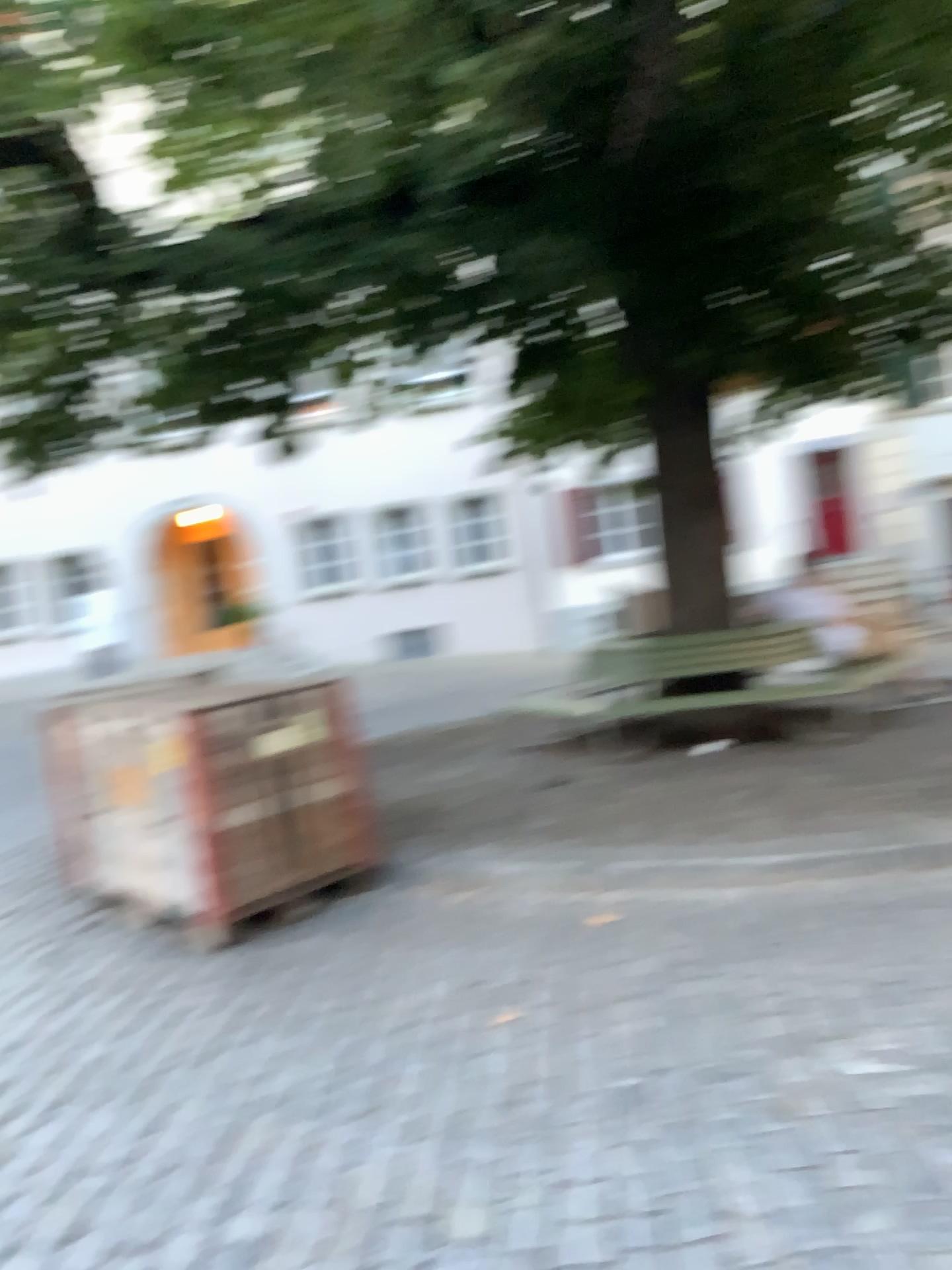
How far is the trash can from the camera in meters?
4.2

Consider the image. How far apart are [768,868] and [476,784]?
2.18m

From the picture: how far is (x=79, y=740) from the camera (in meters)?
4.20
